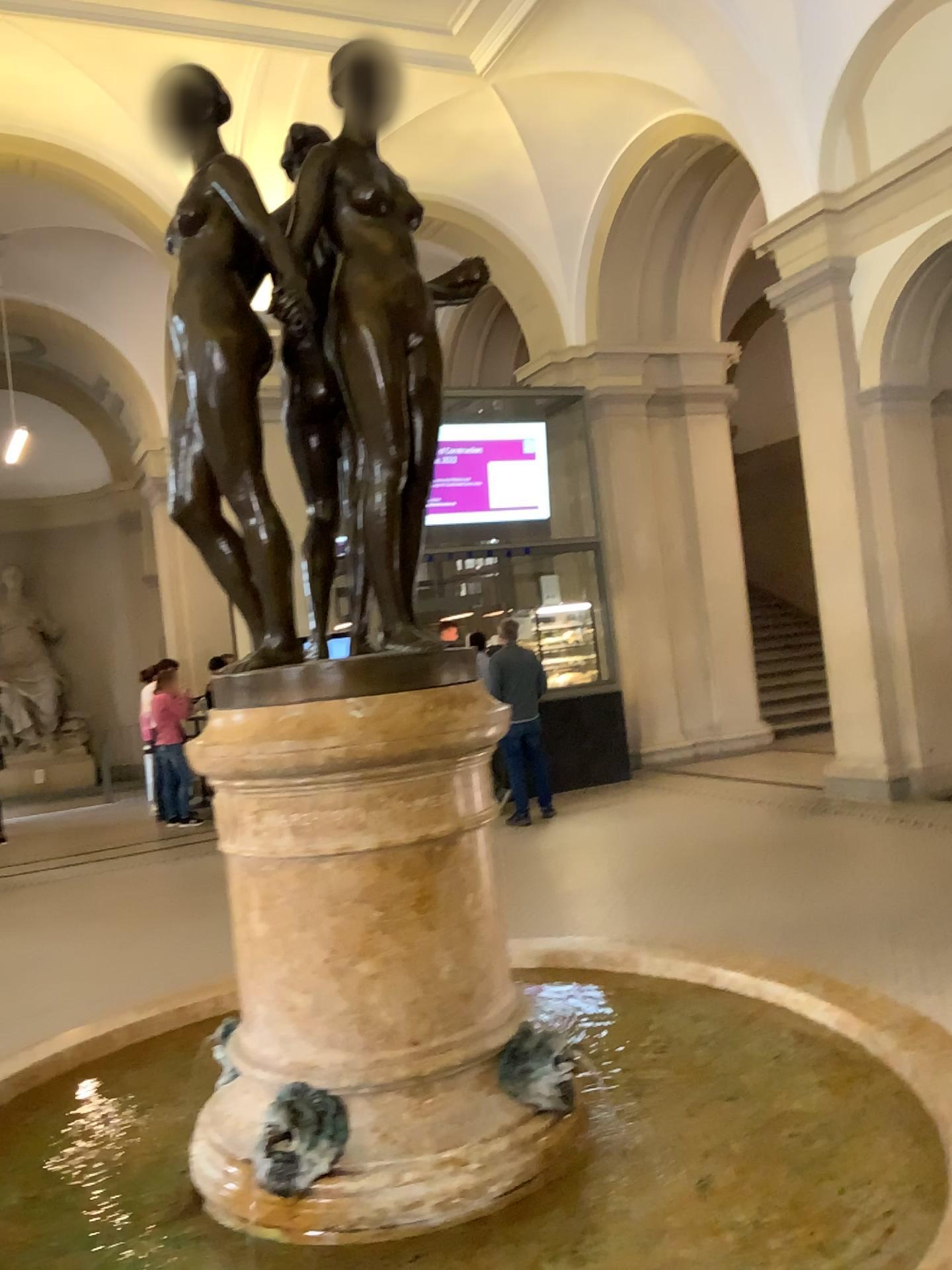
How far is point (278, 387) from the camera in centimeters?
172cm

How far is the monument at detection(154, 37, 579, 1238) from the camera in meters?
1.5 m

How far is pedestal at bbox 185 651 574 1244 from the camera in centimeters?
154cm

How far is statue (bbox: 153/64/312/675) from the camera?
1.63m

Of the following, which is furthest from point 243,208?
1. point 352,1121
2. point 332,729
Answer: point 352,1121

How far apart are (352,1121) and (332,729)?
0.6 meters

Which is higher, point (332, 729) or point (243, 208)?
point (243, 208)
